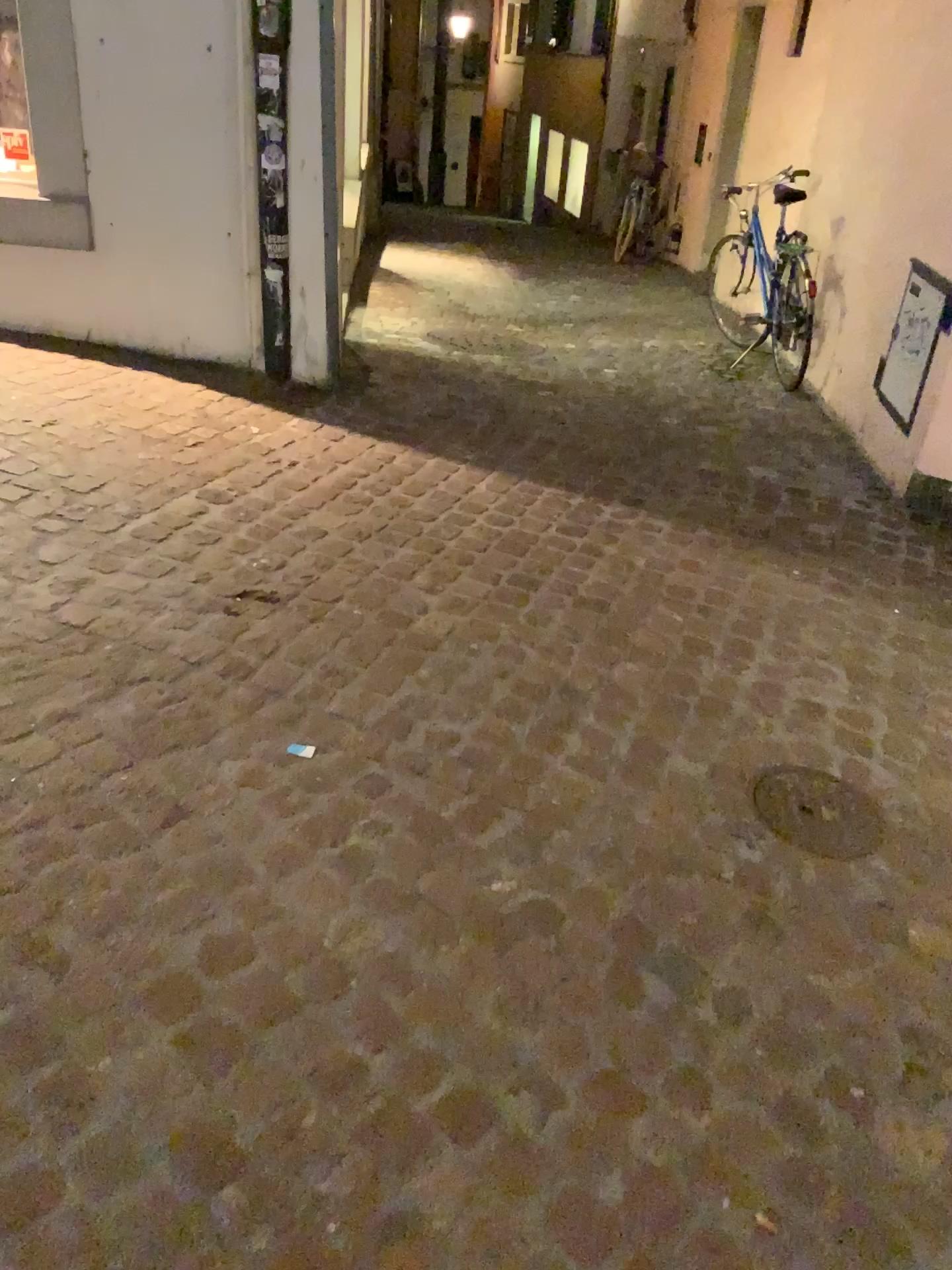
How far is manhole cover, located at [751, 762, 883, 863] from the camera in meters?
2.2

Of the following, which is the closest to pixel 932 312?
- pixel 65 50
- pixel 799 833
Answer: pixel 799 833

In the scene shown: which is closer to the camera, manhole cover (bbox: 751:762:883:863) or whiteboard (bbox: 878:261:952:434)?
manhole cover (bbox: 751:762:883:863)

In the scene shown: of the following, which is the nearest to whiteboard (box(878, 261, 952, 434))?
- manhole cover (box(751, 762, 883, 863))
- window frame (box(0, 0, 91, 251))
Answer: manhole cover (box(751, 762, 883, 863))

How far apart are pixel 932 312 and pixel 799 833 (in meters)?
2.41

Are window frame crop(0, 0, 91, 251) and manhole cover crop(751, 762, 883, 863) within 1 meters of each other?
no

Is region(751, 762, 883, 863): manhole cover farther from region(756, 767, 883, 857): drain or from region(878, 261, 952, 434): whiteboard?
region(878, 261, 952, 434): whiteboard

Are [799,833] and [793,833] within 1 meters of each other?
yes

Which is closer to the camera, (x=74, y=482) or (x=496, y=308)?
(x=74, y=482)

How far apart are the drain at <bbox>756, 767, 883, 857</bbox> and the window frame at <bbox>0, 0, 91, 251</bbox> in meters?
3.4 m
